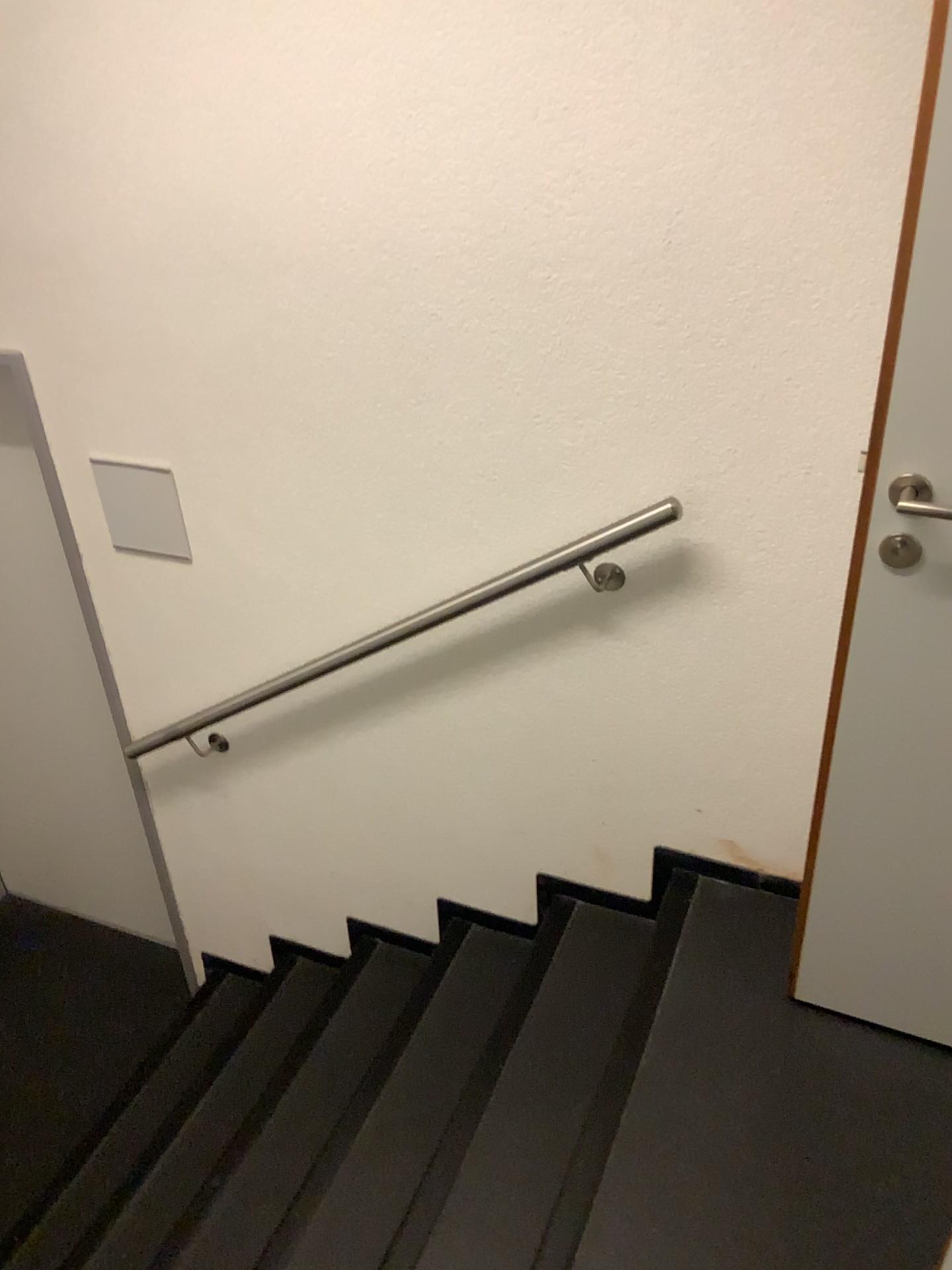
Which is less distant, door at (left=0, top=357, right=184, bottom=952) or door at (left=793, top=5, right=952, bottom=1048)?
door at (left=793, top=5, right=952, bottom=1048)

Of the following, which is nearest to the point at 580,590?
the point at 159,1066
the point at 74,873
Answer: the point at 159,1066

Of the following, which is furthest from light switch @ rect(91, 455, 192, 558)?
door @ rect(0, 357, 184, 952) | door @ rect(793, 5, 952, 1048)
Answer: door @ rect(793, 5, 952, 1048)

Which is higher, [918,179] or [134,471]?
[918,179]

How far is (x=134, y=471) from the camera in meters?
2.3 m

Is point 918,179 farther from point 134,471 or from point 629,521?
point 134,471

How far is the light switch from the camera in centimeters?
227cm

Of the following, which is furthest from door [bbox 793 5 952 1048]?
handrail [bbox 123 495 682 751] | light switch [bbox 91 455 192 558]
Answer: light switch [bbox 91 455 192 558]

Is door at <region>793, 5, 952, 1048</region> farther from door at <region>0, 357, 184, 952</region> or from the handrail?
door at <region>0, 357, 184, 952</region>

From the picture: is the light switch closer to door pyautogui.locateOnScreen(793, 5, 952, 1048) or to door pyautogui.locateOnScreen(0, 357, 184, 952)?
door pyautogui.locateOnScreen(0, 357, 184, 952)
